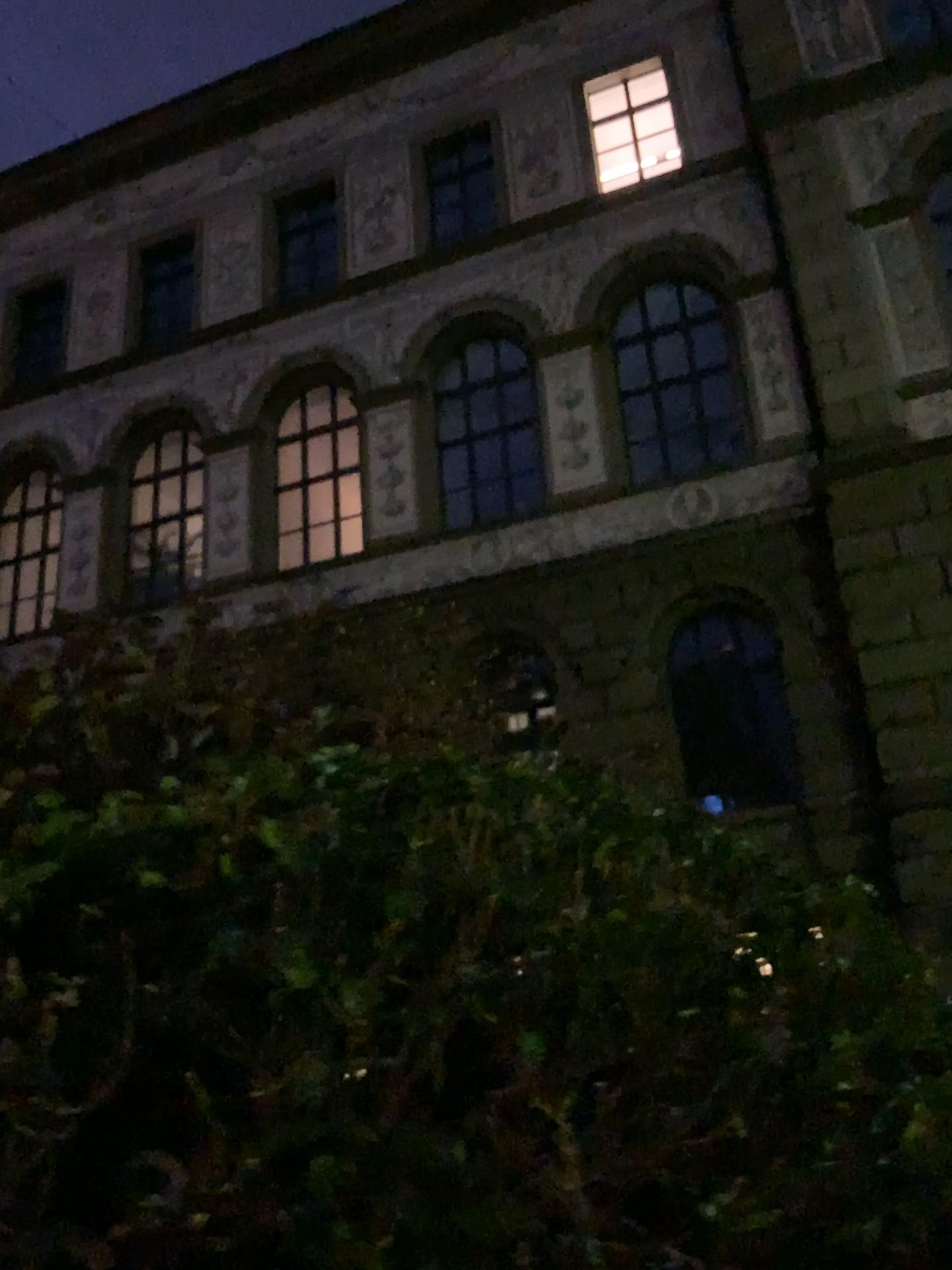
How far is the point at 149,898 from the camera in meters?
1.6 m
